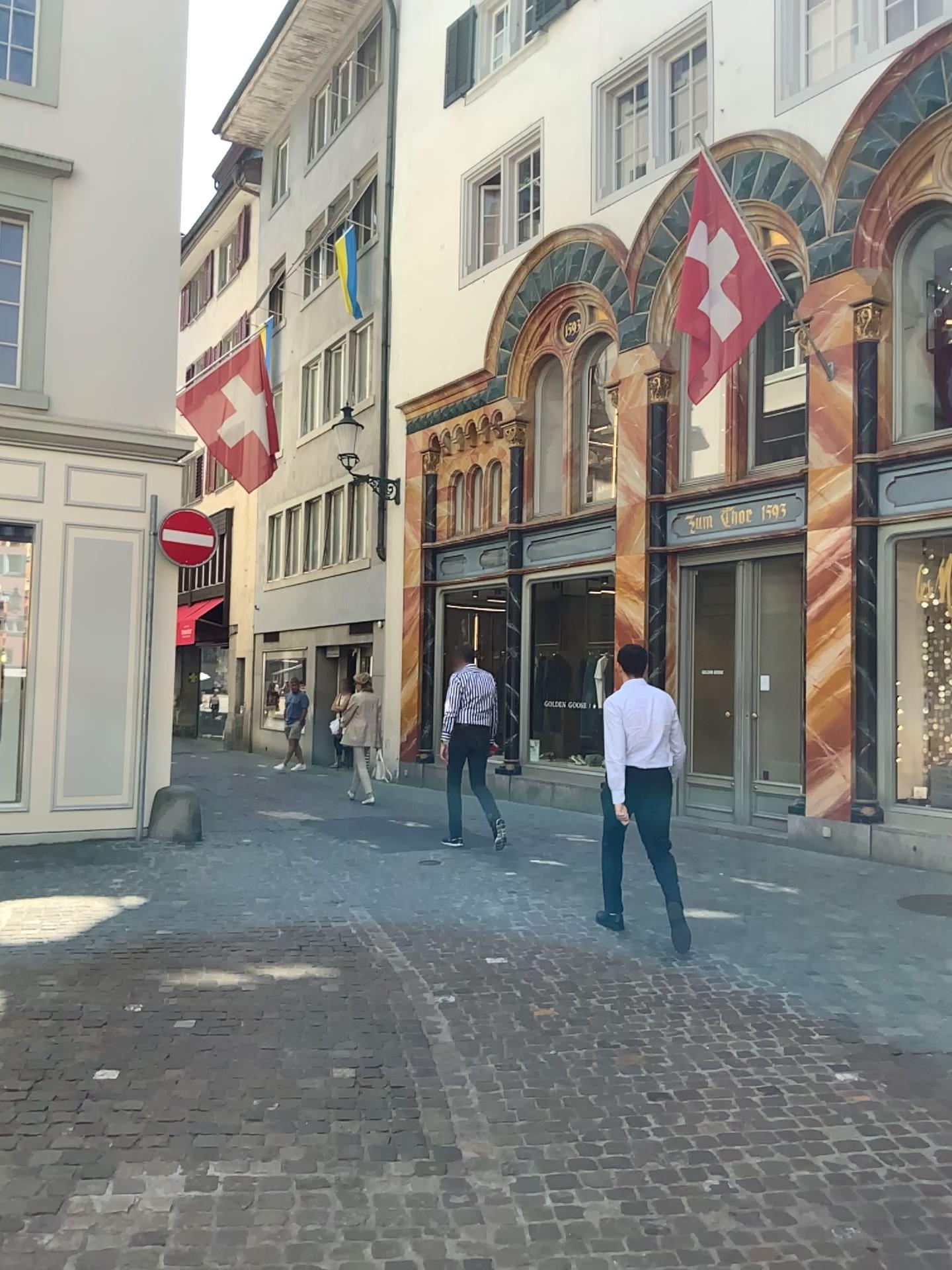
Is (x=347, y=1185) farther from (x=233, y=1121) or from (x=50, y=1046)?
(x=50, y=1046)
